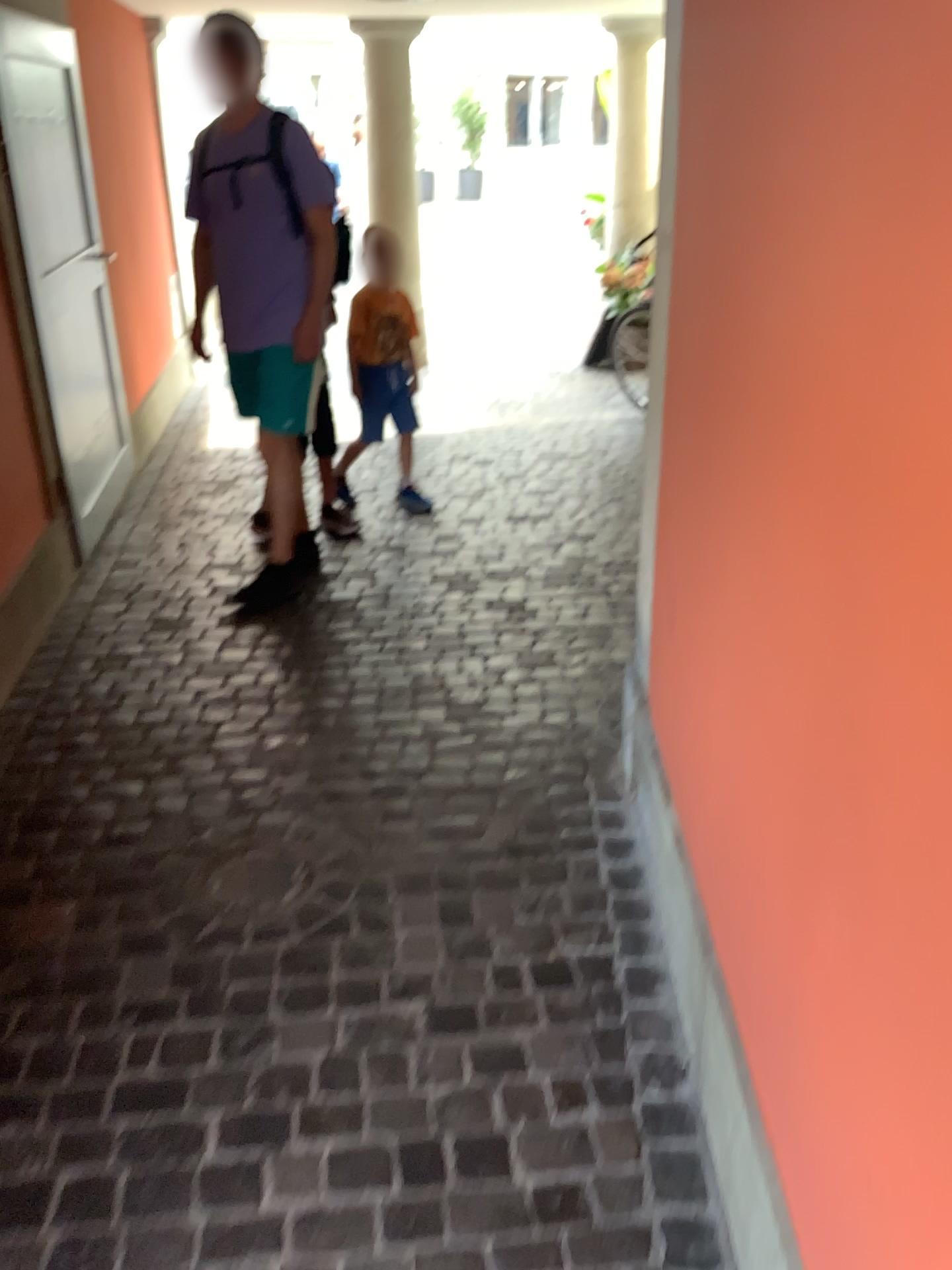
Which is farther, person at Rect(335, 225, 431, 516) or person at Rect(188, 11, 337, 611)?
person at Rect(335, 225, 431, 516)

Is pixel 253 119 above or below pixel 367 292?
above

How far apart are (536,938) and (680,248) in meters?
1.3 m

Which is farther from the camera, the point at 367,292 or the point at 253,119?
the point at 367,292

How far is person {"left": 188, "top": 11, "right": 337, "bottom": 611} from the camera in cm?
323

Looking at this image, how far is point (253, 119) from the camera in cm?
323
